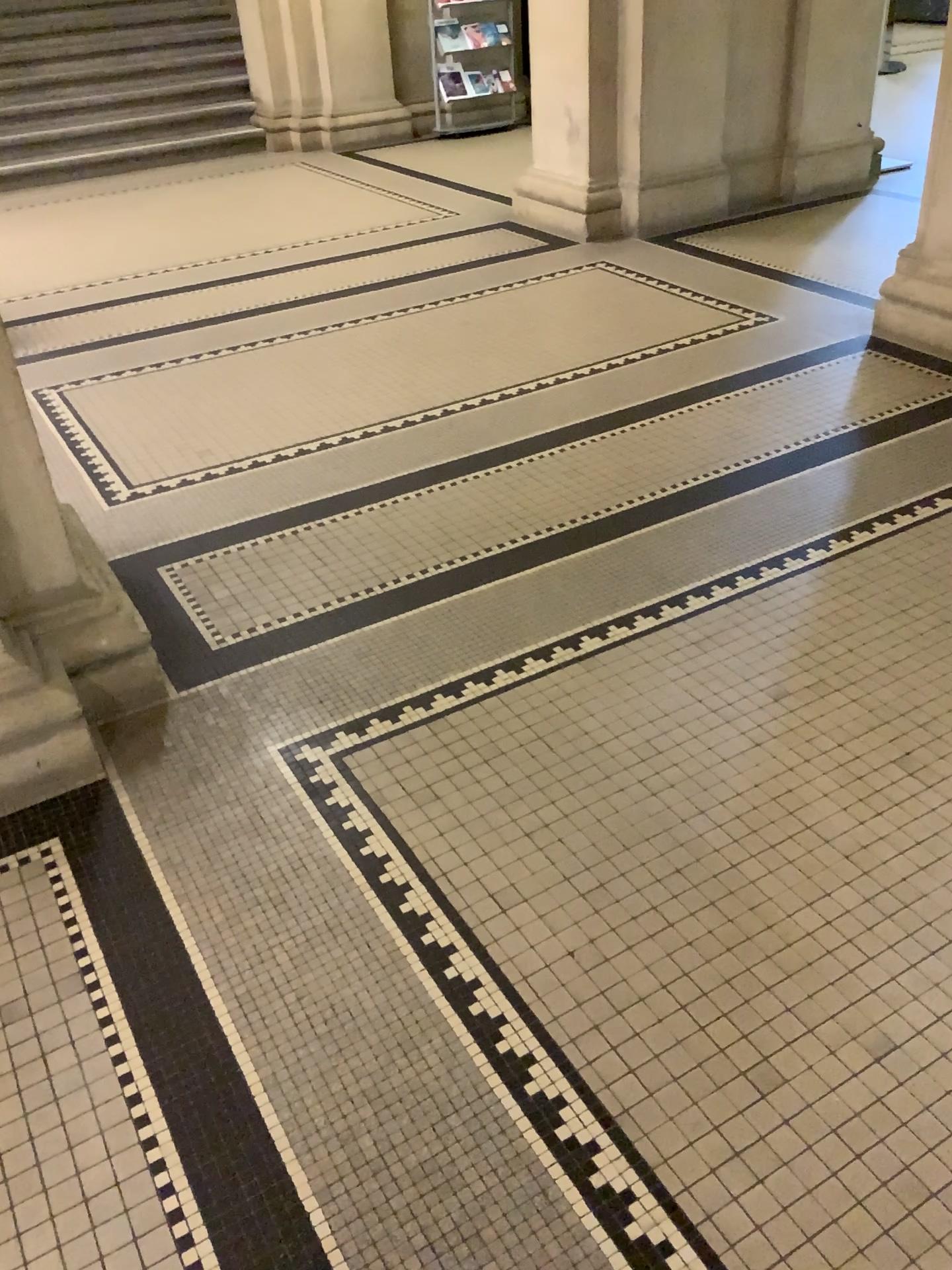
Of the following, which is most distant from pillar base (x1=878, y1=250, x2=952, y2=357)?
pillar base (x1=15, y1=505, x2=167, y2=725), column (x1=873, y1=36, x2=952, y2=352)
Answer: pillar base (x1=15, y1=505, x2=167, y2=725)

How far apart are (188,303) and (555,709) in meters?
3.4

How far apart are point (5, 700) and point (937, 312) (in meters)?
3.29

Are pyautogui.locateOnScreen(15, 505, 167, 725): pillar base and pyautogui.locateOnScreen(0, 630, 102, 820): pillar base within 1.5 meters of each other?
yes

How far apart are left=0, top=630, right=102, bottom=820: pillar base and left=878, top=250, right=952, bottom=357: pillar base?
3.1m

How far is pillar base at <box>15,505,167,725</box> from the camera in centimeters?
222cm

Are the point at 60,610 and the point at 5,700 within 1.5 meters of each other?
yes

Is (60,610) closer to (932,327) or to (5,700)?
(5,700)

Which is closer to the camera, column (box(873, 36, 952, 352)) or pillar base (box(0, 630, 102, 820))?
pillar base (box(0, 630, 102, 820))

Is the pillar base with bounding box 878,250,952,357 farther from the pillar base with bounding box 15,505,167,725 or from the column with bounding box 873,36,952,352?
the pillar base with bounding box 15,505,167,725
